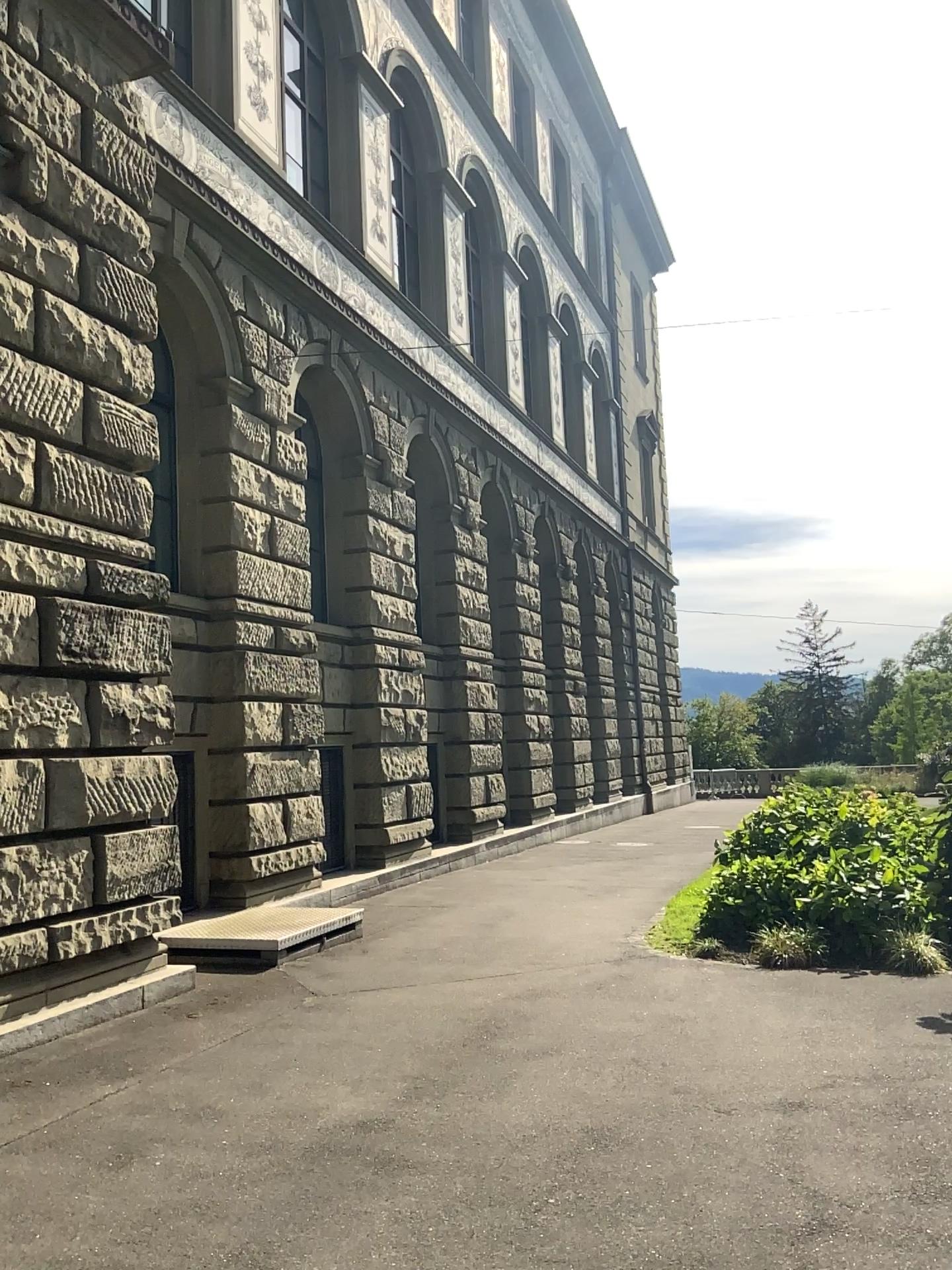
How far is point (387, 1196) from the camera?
3.9m
